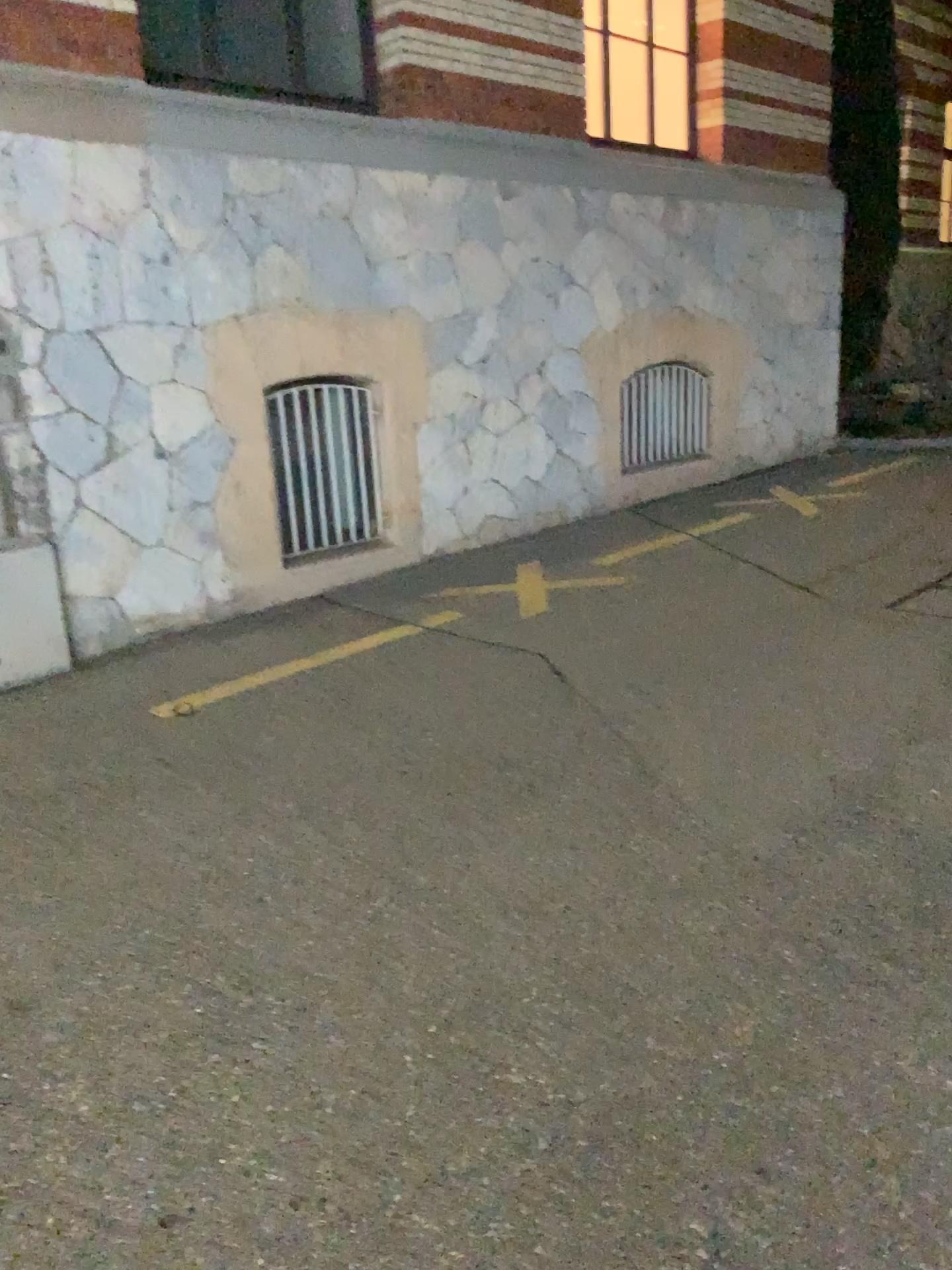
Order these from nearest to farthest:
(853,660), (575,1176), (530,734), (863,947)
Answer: (575,1176)
(863,947)
(530,734)
(853,660)
